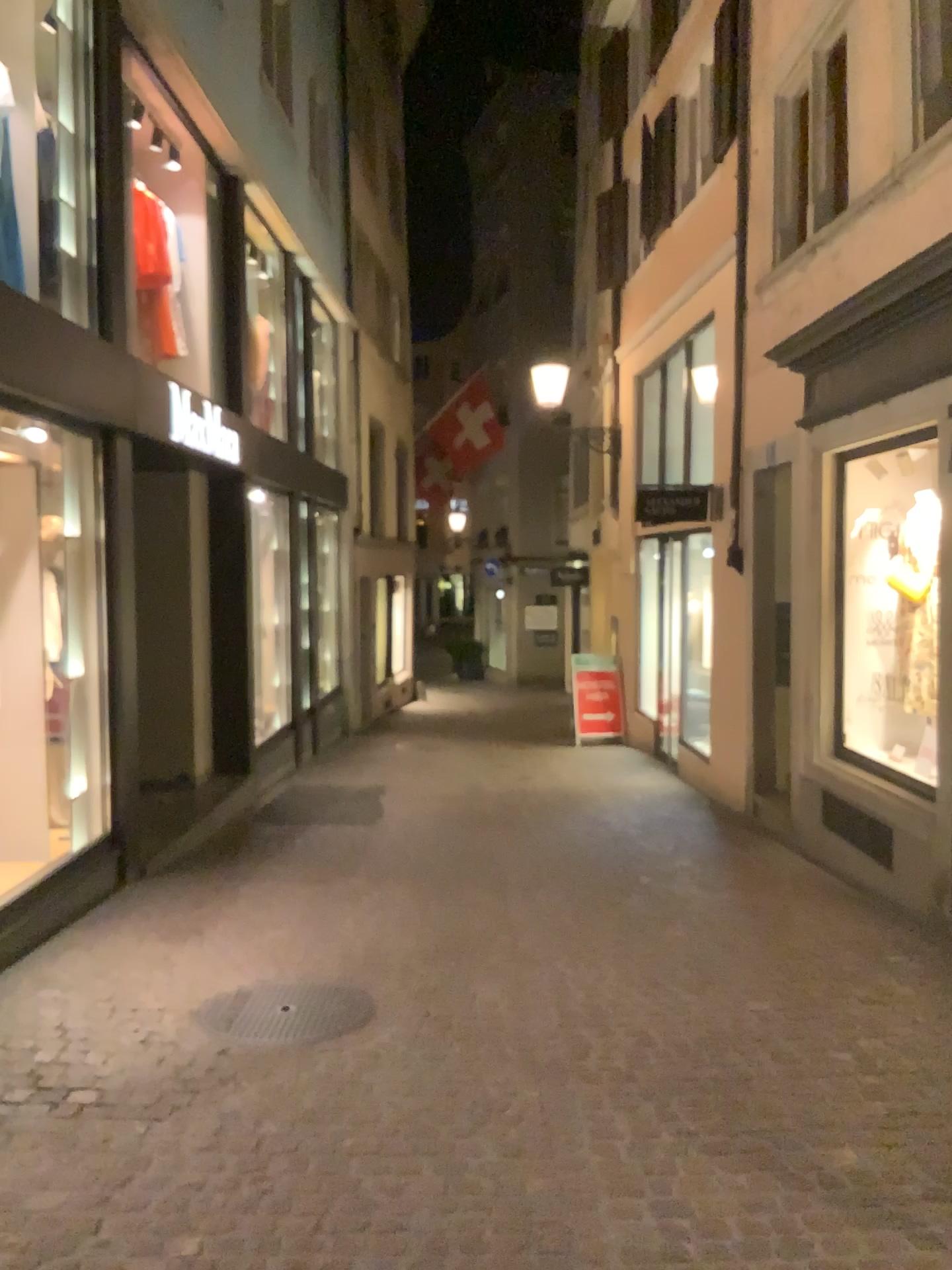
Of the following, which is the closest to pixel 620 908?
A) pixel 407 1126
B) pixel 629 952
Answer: pixel 629 952
